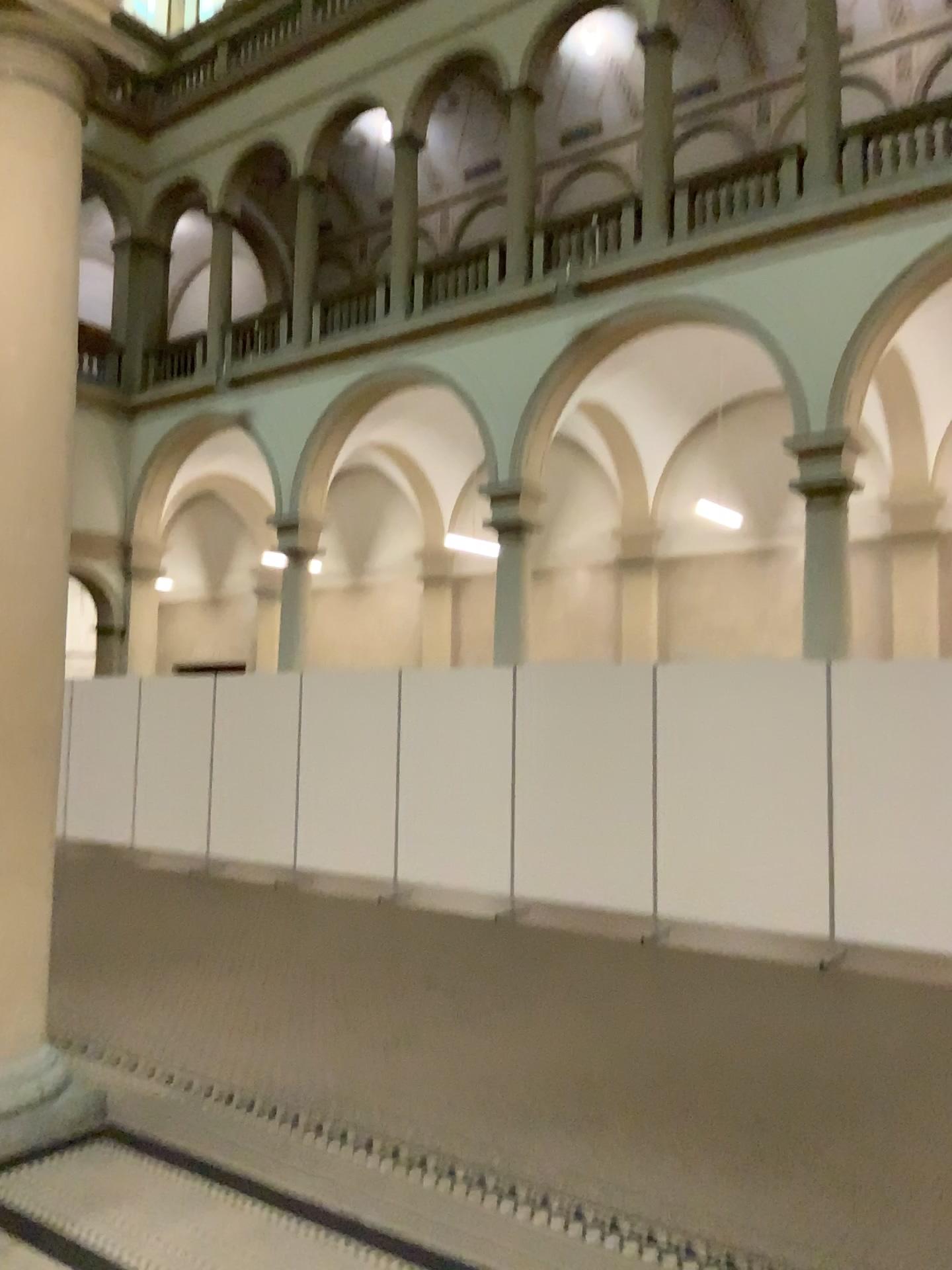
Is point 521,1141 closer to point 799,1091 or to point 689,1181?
point 689,1181

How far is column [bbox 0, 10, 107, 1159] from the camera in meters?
3.9

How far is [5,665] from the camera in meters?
3.9 m
